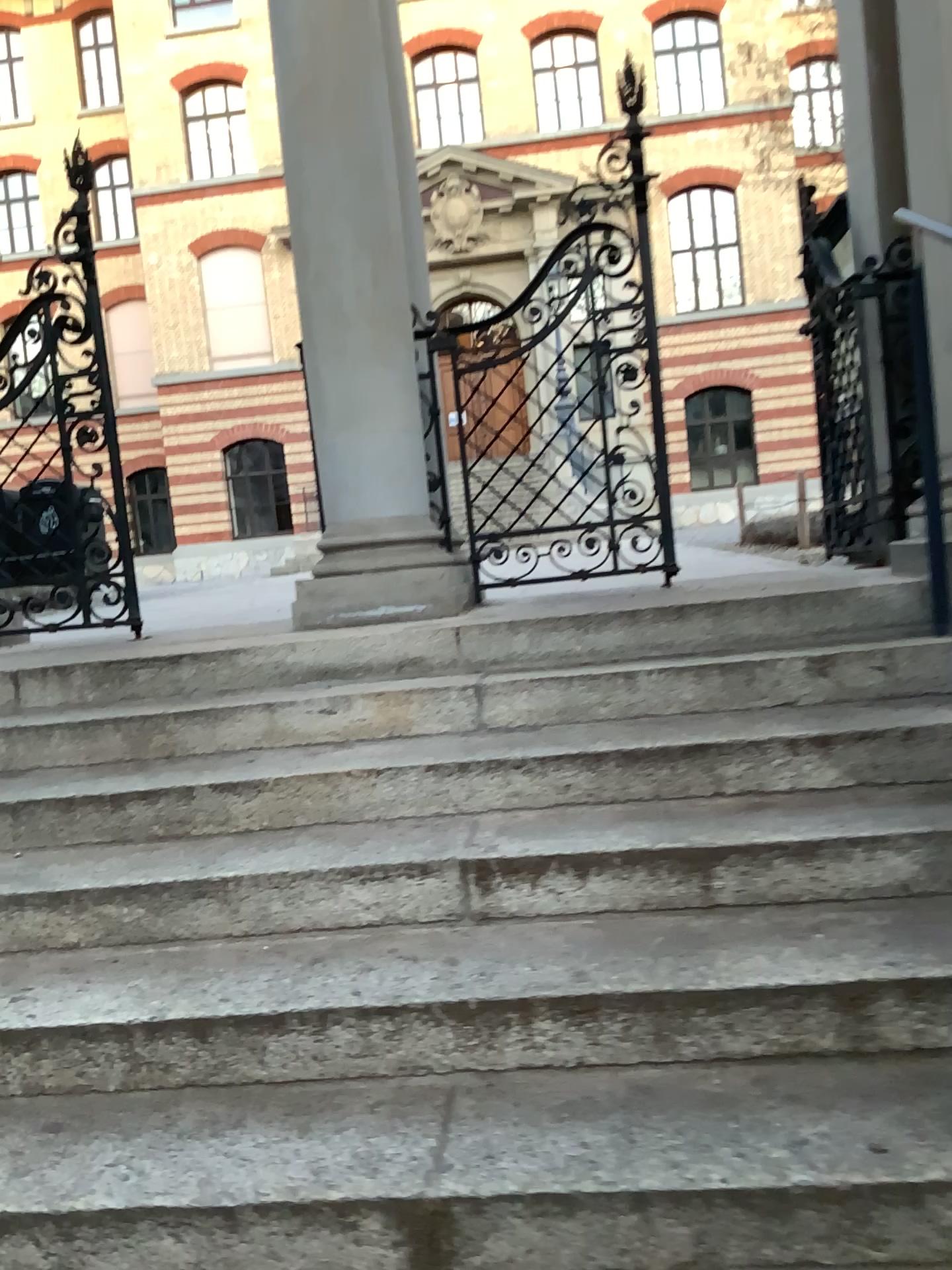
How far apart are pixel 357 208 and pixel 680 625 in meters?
1.8 m
